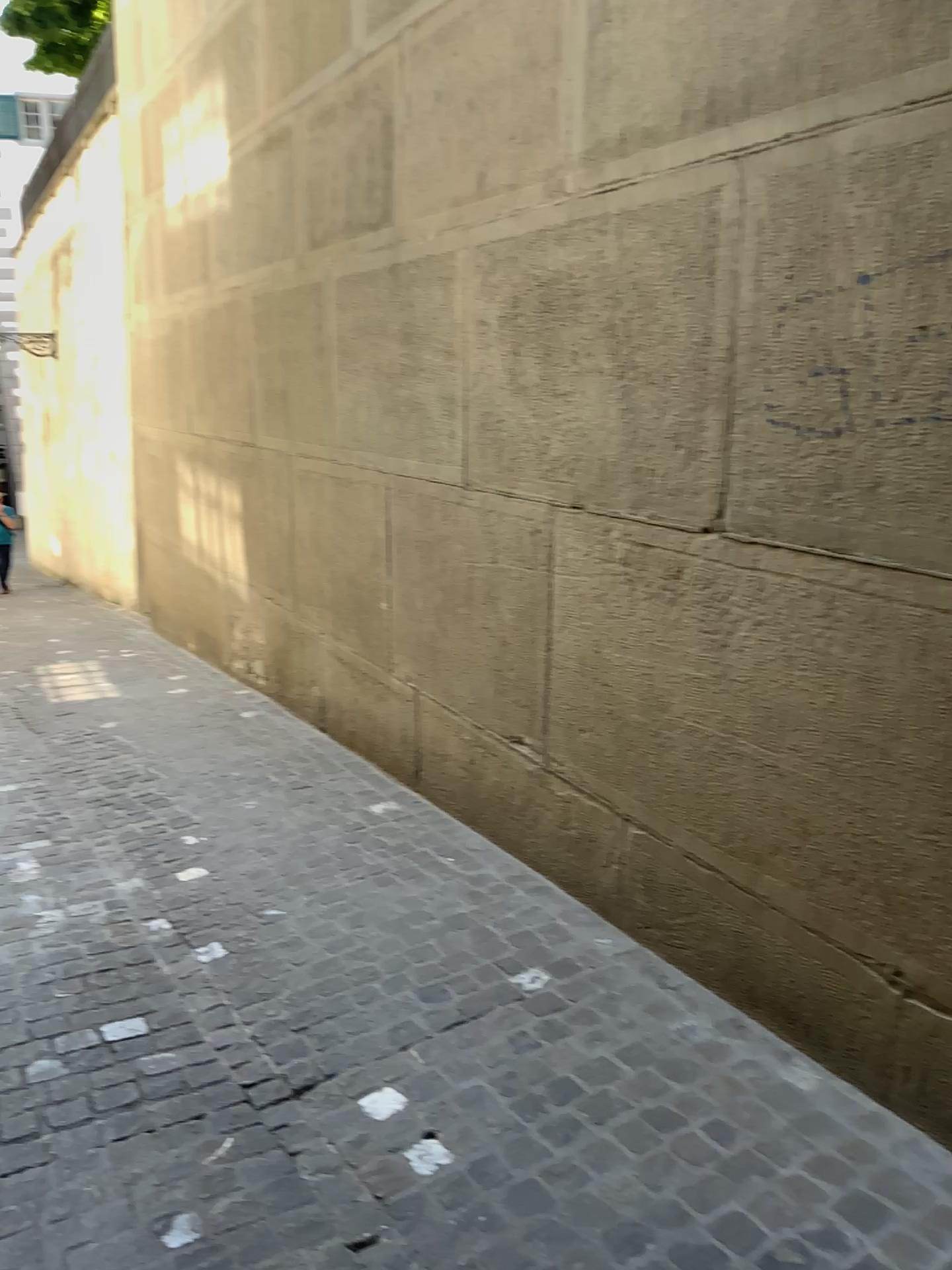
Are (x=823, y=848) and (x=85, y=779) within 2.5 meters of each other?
no
